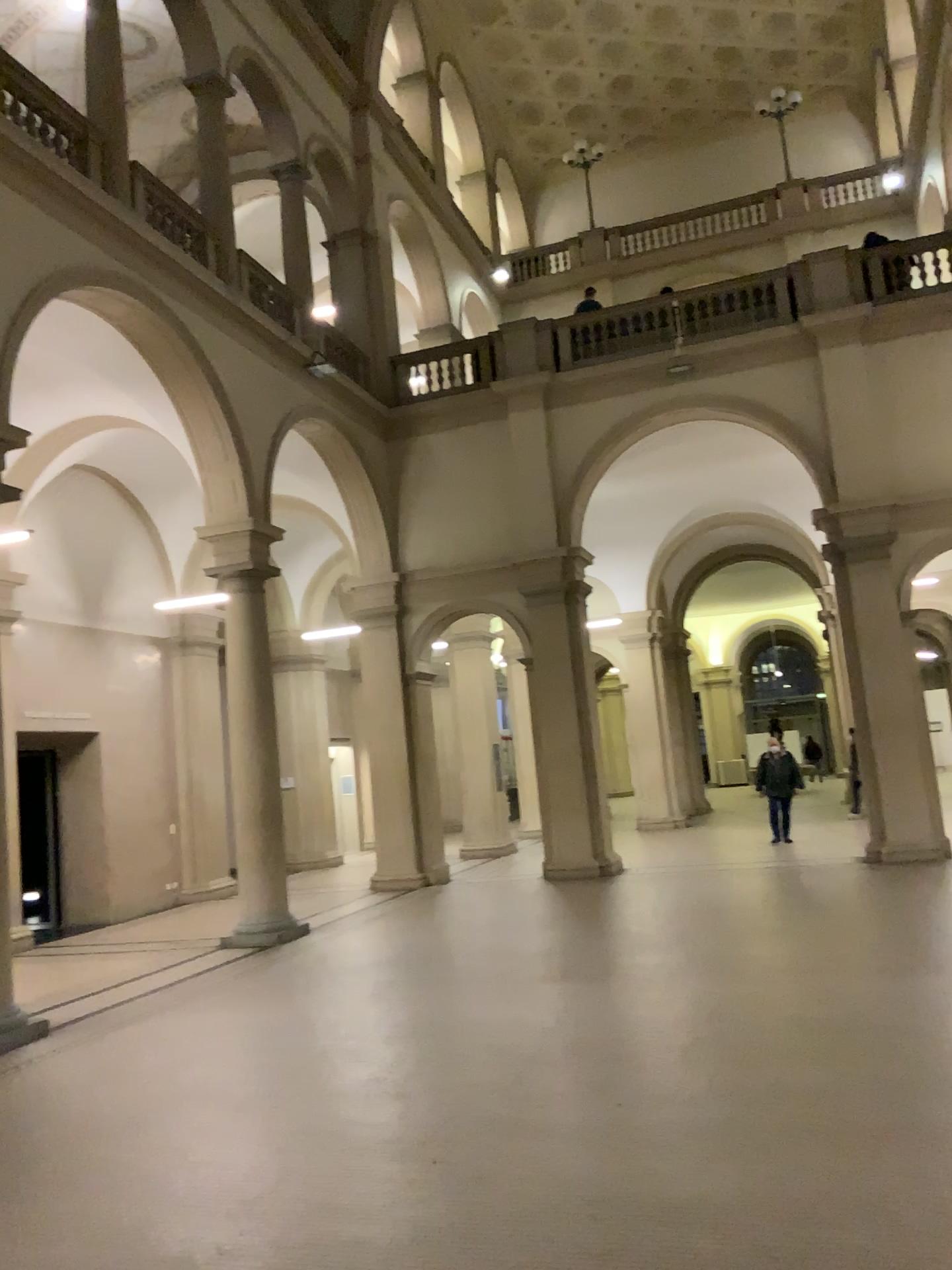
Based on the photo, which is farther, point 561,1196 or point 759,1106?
point 759,1106
